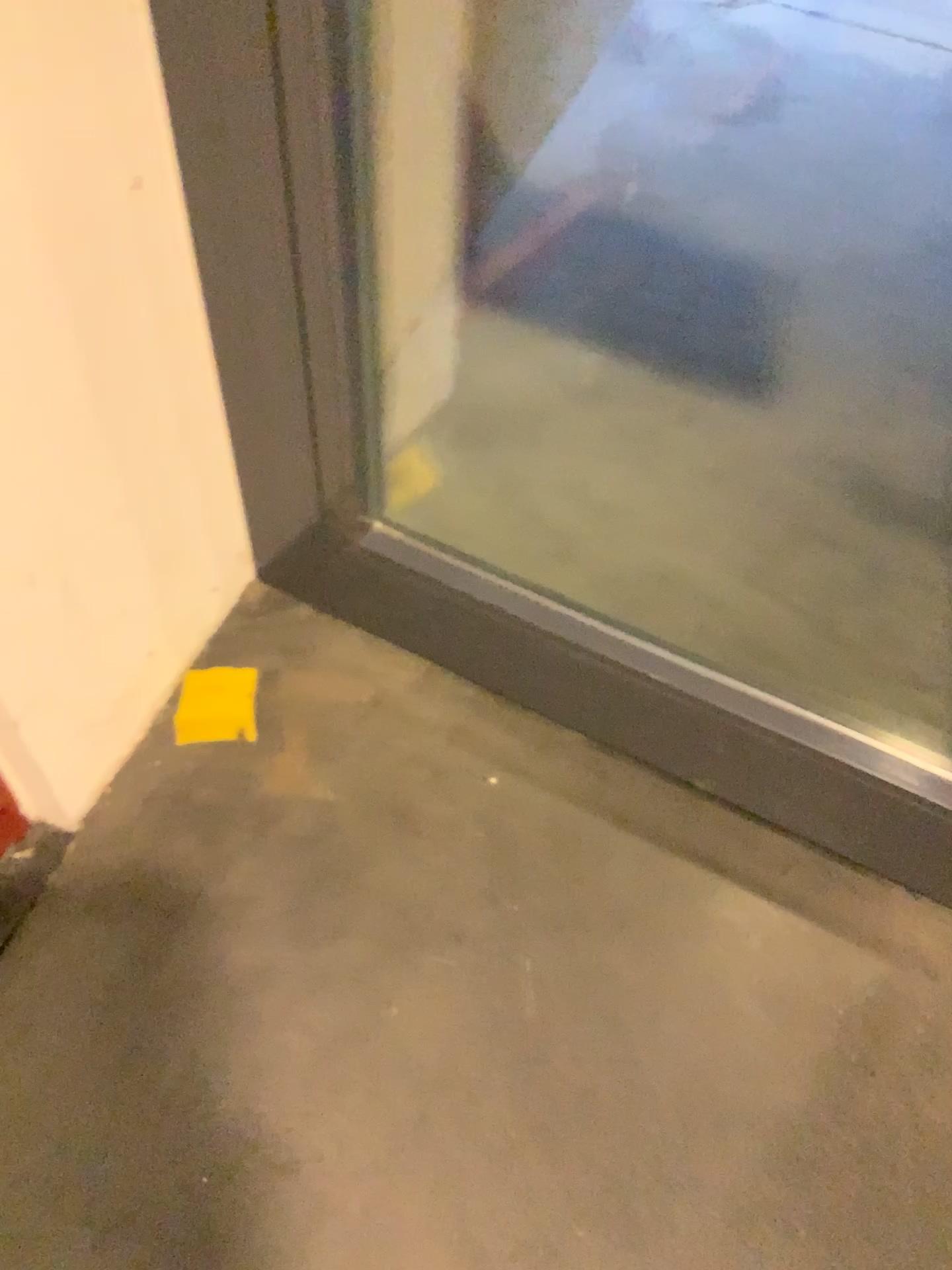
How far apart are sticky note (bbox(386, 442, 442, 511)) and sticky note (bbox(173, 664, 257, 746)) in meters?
0.4 m

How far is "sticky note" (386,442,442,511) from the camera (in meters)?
1.79

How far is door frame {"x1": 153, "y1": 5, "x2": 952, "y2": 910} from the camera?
1.2m

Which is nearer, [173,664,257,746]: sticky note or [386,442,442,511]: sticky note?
[173,664,257,746]: sticky note

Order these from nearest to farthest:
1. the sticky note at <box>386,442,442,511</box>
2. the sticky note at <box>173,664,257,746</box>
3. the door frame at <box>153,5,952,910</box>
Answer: the door frame at <box>153,5,952,910</box> < the sticky note at <box>173,664,257,746</box> < the sticky note at <box>386,442,442,511</box>

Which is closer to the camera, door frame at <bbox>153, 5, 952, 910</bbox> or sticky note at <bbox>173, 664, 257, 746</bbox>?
door frame at <bbox>153, 5, 952, 910</bbox>

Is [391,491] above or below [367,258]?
below

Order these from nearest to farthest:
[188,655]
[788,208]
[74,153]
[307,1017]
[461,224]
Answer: [74,153] < [307,1017] < [188,655] < [461,224] < [788,208]

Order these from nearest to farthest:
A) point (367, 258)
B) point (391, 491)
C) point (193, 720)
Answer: point (367, 258), point (193, 720), point (391, 491)

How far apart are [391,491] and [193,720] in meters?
0.5
